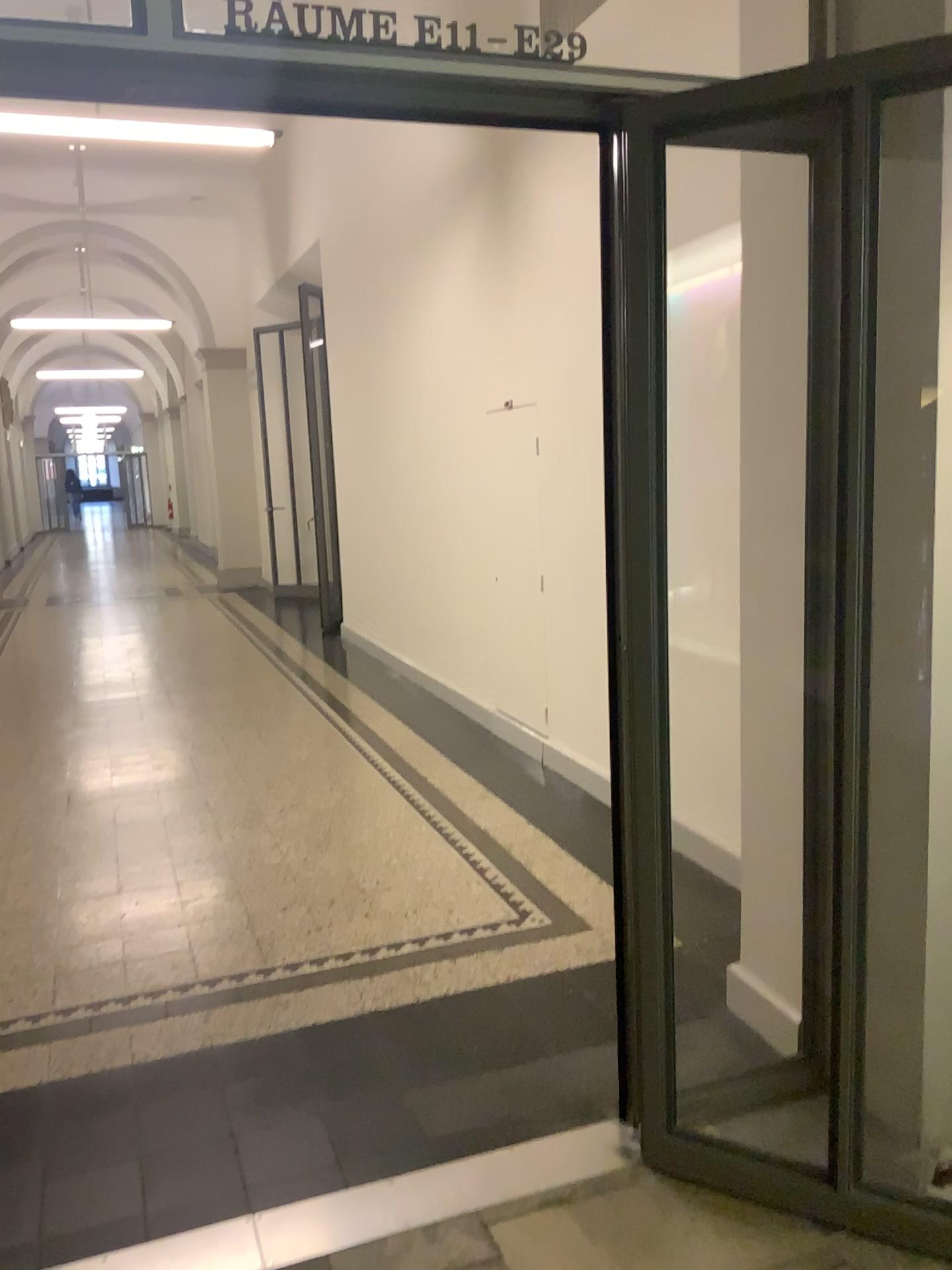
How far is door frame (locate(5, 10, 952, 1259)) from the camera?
1.74m

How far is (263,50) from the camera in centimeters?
174cm

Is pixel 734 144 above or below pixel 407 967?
above

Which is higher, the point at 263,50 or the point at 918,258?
the point at 263,50
